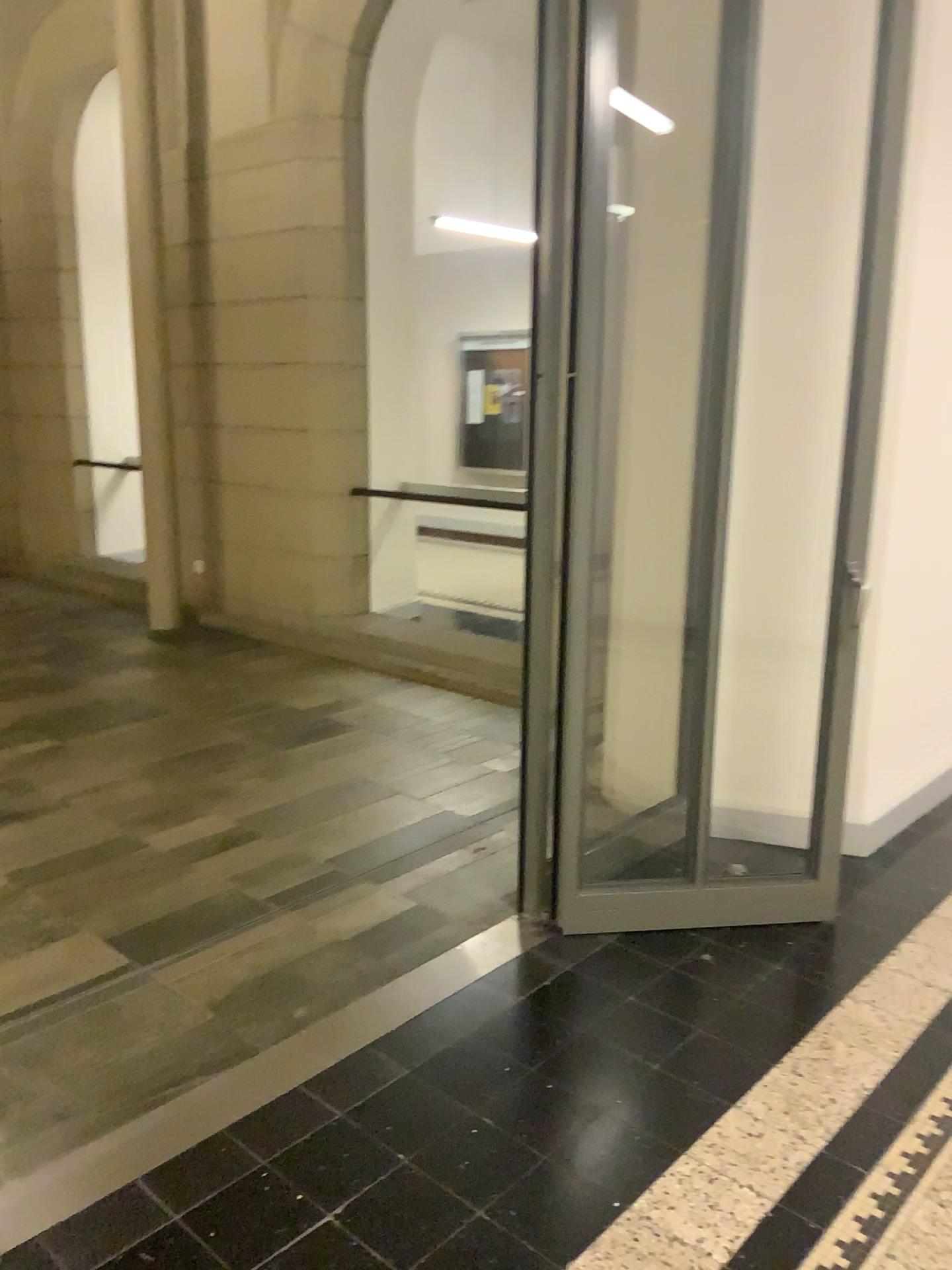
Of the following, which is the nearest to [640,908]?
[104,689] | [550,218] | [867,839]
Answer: [867,839]
